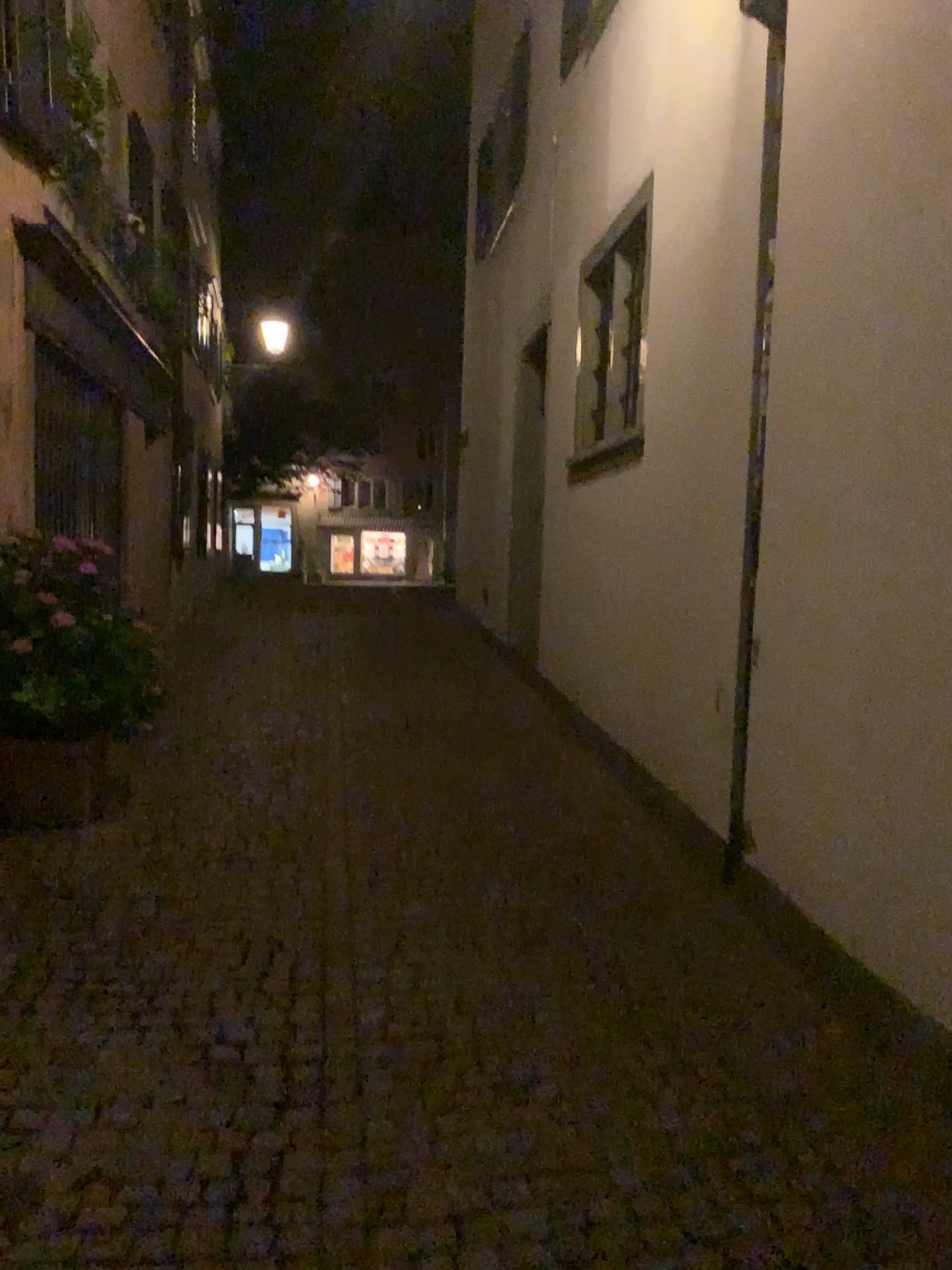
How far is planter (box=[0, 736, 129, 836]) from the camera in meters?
4.6

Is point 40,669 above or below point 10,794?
above

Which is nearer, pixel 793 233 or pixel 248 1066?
pixel 248 1066

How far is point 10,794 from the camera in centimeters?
459cm
